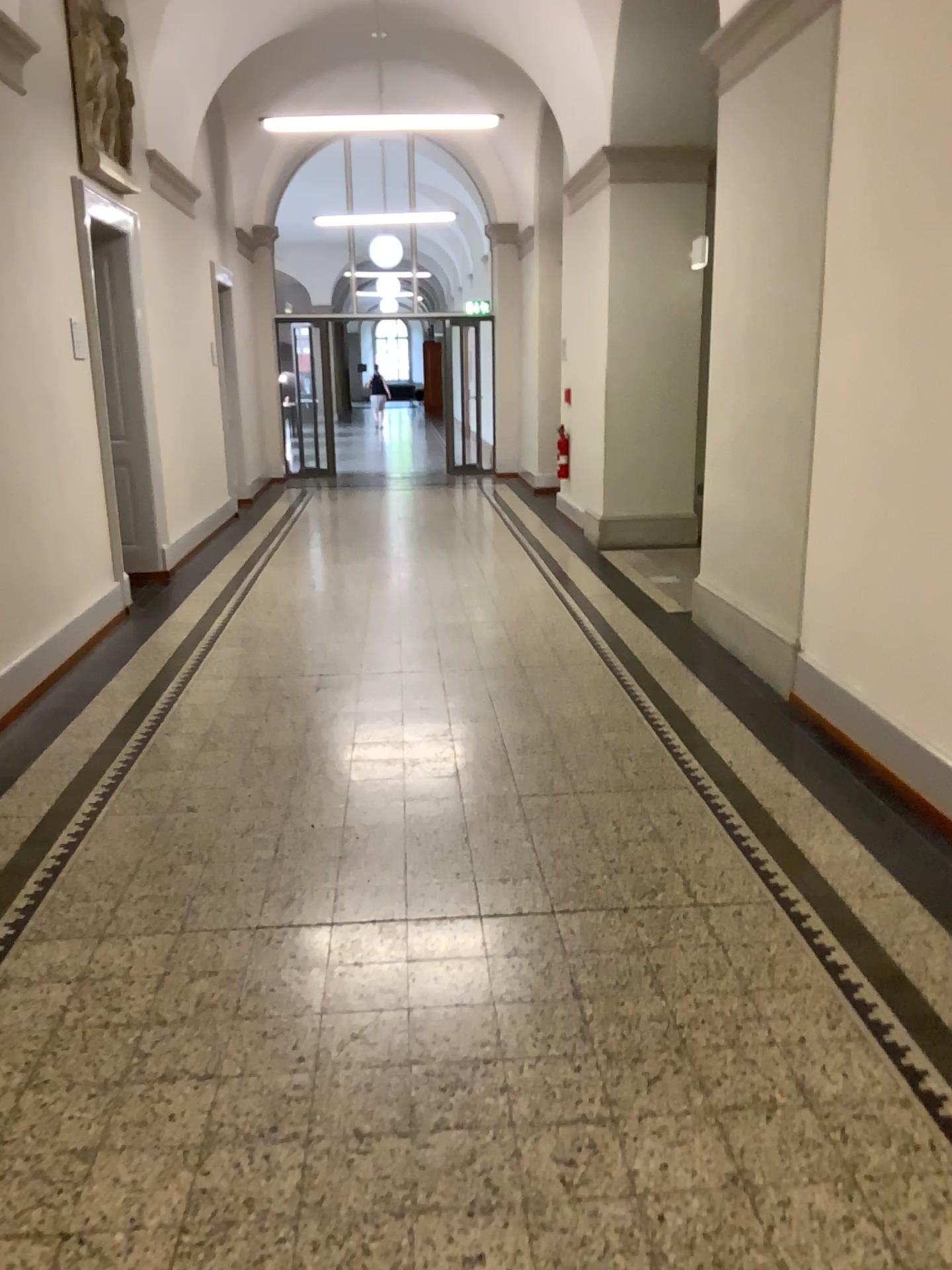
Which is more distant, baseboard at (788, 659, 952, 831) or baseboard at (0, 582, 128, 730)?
baseboard at (0, 582, 128, 730)

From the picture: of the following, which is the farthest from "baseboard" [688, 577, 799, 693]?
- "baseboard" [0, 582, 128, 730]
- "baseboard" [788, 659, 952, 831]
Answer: "baseboard" [0, 582, 128, 730]

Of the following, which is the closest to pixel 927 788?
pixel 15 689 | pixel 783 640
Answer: pixel 783 640

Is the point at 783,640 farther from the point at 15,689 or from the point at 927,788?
the point at 15,689

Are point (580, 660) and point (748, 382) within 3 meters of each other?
yes

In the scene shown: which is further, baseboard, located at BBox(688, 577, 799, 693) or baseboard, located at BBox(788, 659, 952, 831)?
baseboard, located at BBox(688, 577, 799, 693)

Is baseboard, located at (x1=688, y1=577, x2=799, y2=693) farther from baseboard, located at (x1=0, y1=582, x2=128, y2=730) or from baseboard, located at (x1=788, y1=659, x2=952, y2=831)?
baseboard, located at (x1=0, y1=582, x2=128, y2=730)

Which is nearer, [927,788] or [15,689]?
[927,788]
